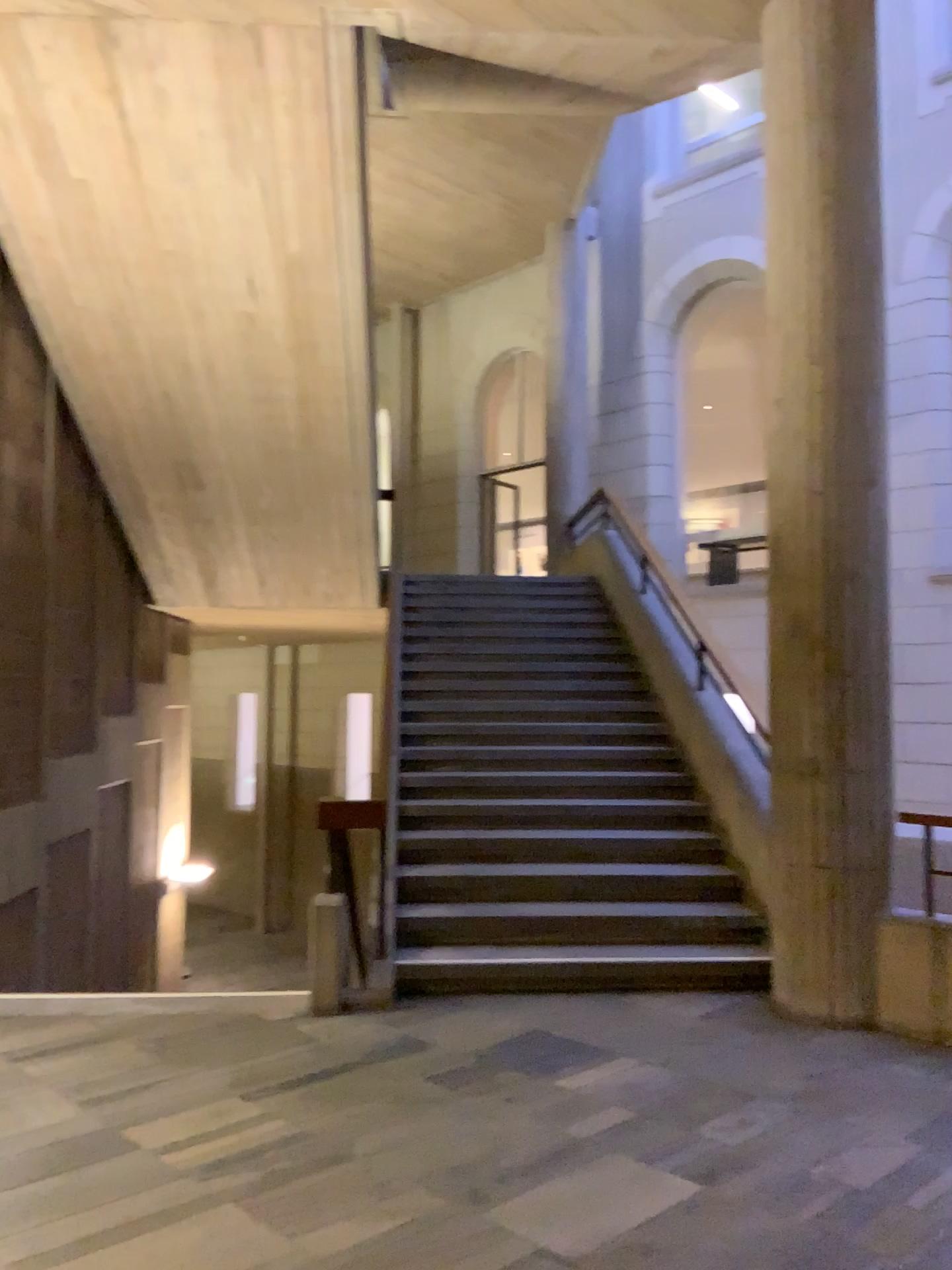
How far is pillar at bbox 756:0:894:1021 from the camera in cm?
466

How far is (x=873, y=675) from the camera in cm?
466

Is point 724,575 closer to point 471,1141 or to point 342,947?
point 342,947
